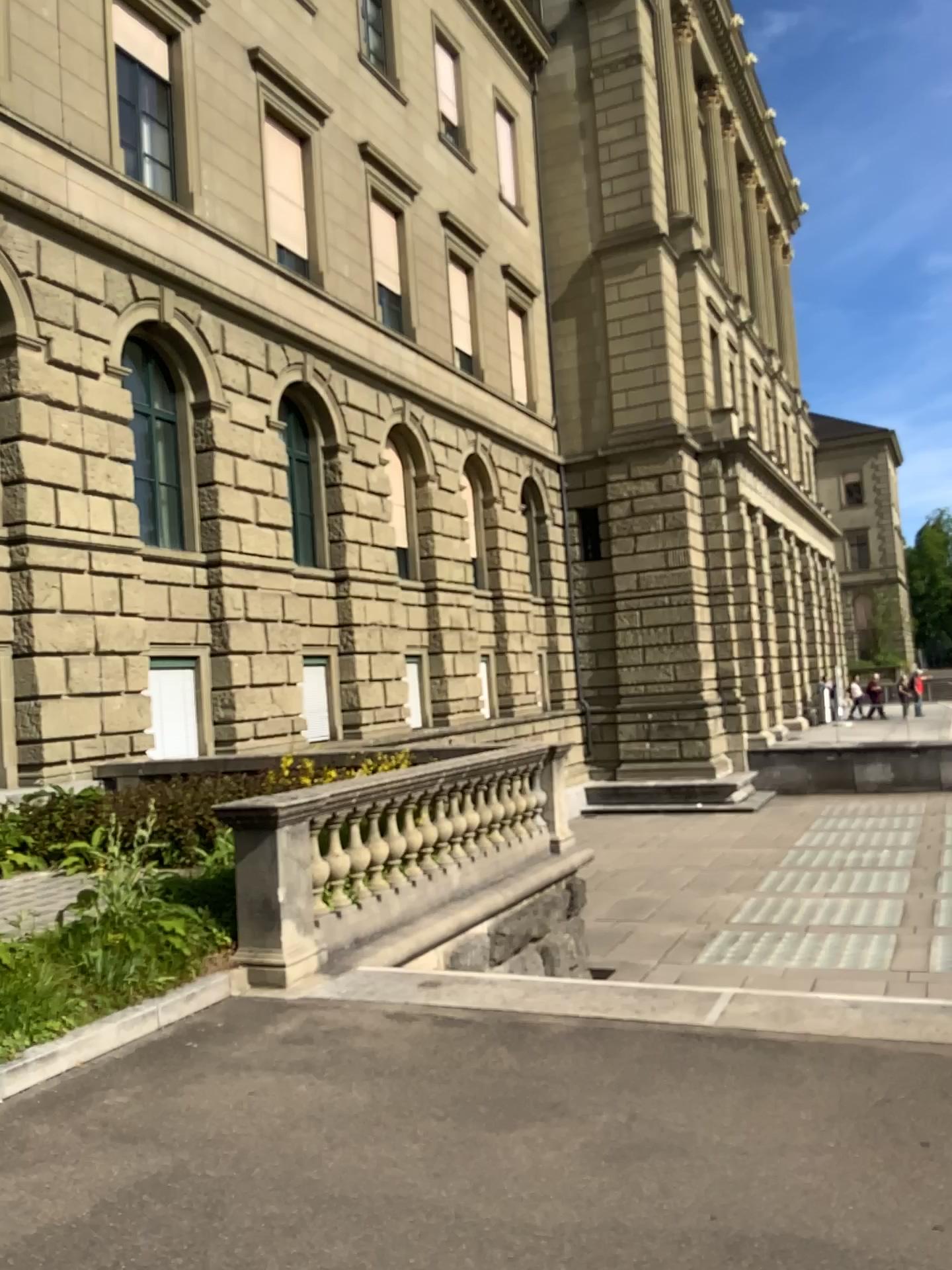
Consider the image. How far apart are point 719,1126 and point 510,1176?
0.8 meters
